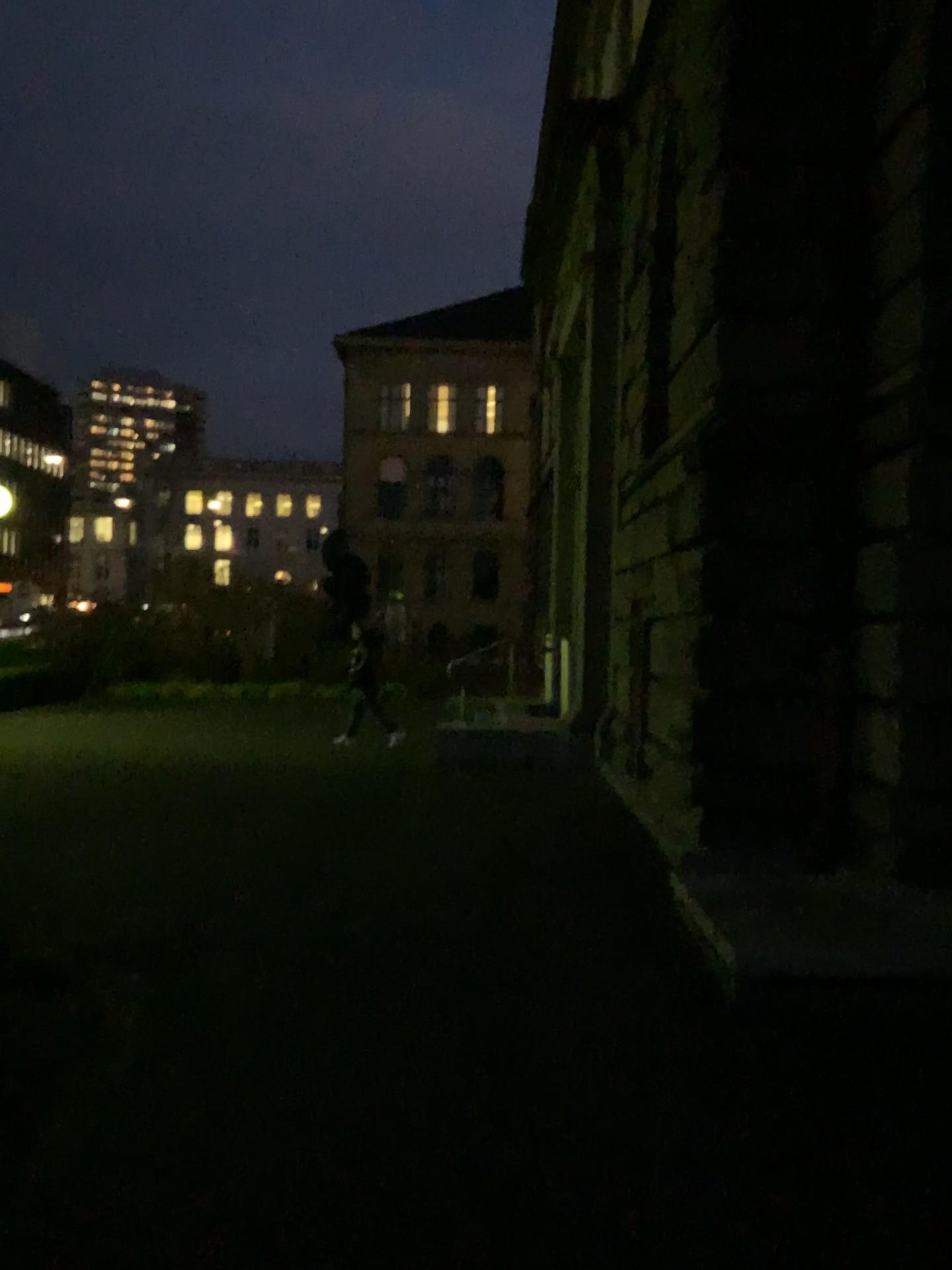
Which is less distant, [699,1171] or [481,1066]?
[699,1171]
